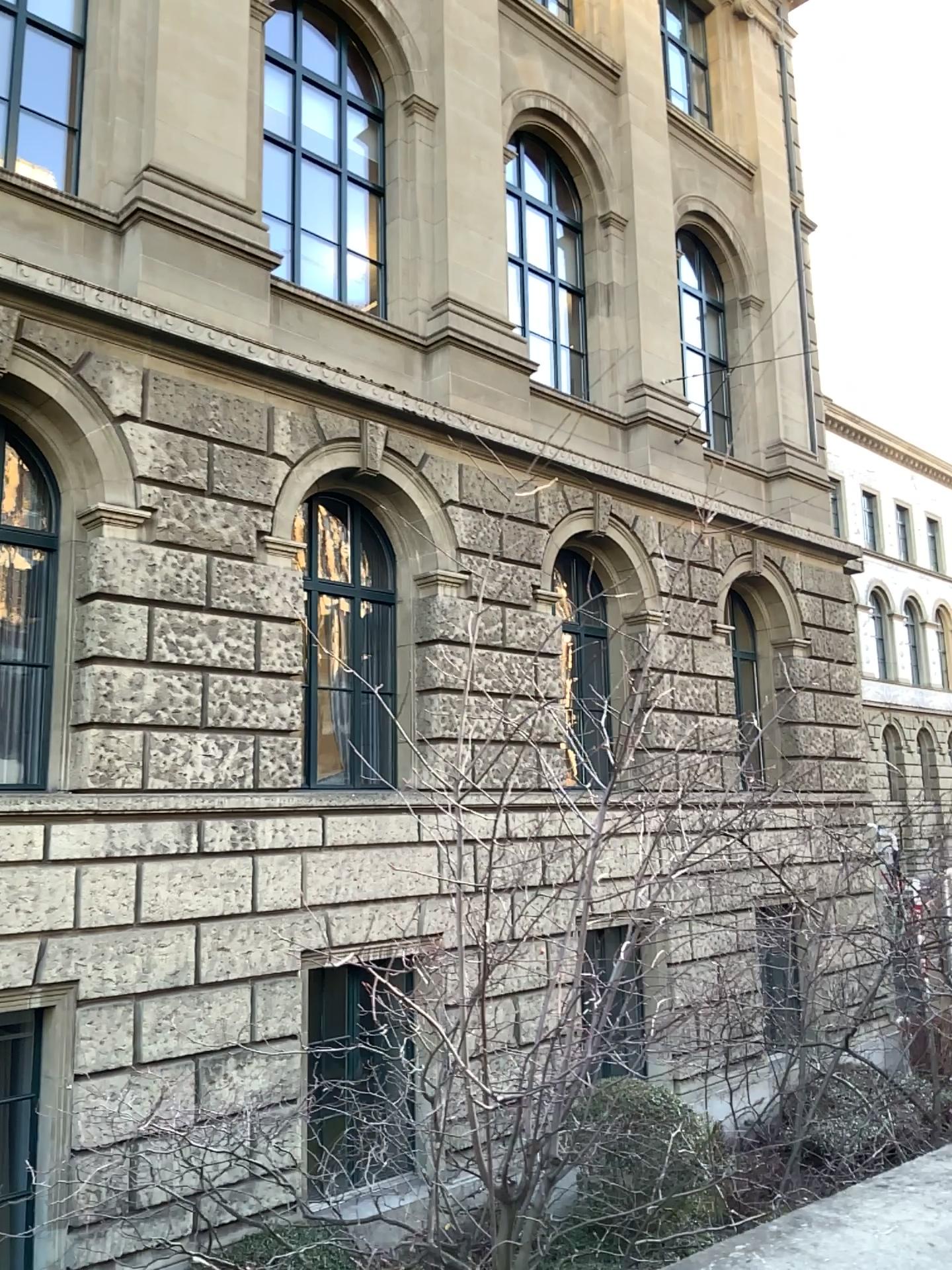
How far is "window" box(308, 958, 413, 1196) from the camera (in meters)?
2.27

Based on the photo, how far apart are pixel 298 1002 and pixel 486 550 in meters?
1.2

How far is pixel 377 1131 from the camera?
2.3m
